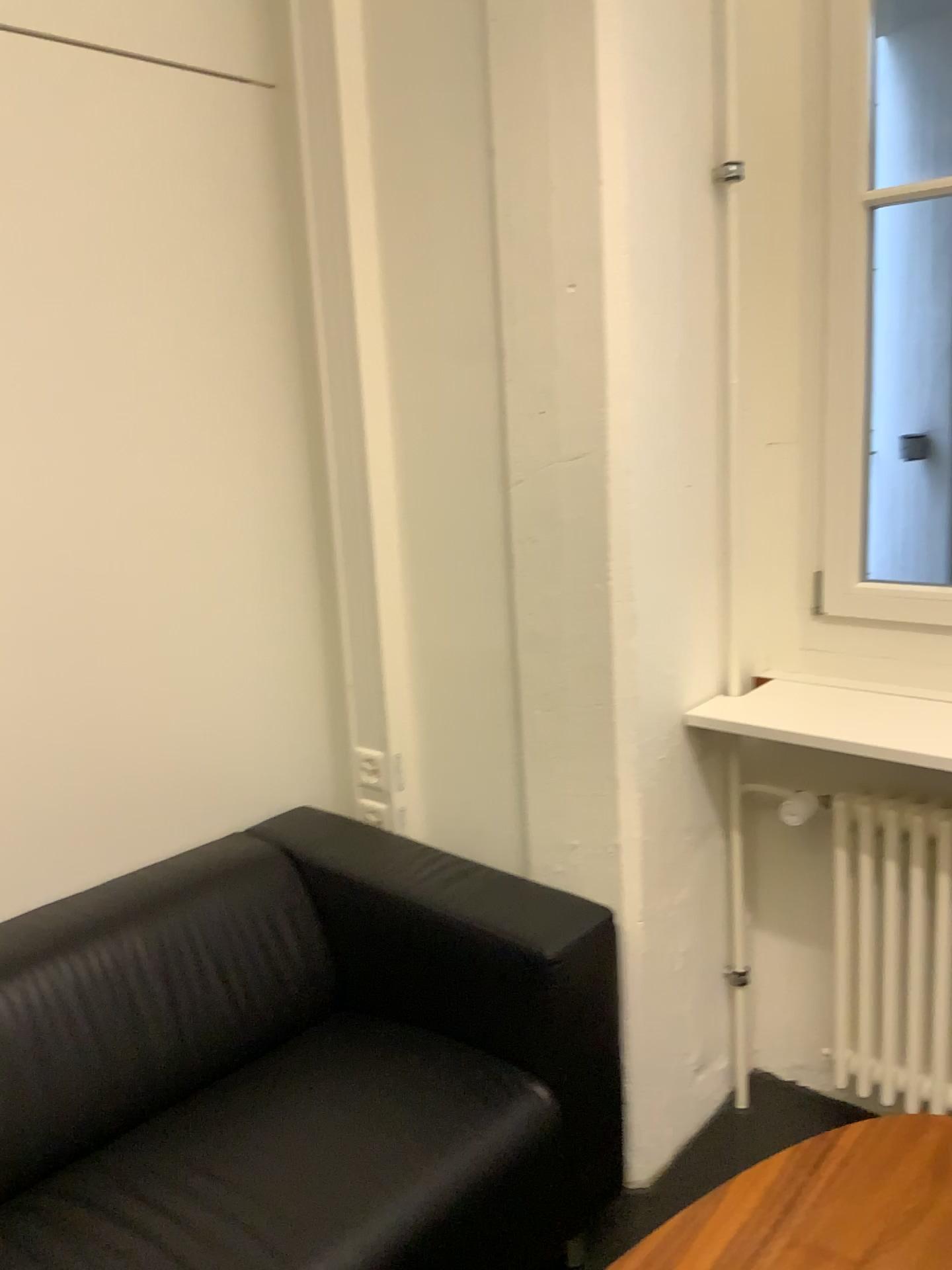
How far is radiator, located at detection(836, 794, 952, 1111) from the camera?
1.9 meters

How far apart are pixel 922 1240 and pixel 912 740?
0.74m

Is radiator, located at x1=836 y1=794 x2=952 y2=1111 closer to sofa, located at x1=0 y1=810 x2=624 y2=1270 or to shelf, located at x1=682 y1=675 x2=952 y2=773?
shelf, located at x1=682 y1=675 x2=952 y2=773

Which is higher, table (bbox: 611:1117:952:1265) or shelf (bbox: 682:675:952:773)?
shelf (bbox: 682:675:952:773)

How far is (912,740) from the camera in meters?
1.8 m

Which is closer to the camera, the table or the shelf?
the table

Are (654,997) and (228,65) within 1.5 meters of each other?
no

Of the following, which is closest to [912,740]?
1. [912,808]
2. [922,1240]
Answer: [912,808]

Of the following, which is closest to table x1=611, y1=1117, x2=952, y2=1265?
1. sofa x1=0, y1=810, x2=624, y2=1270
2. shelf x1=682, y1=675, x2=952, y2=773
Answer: sofa x1=0, y1=810, x2=624, y2=1270

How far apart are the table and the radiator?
0.31m
